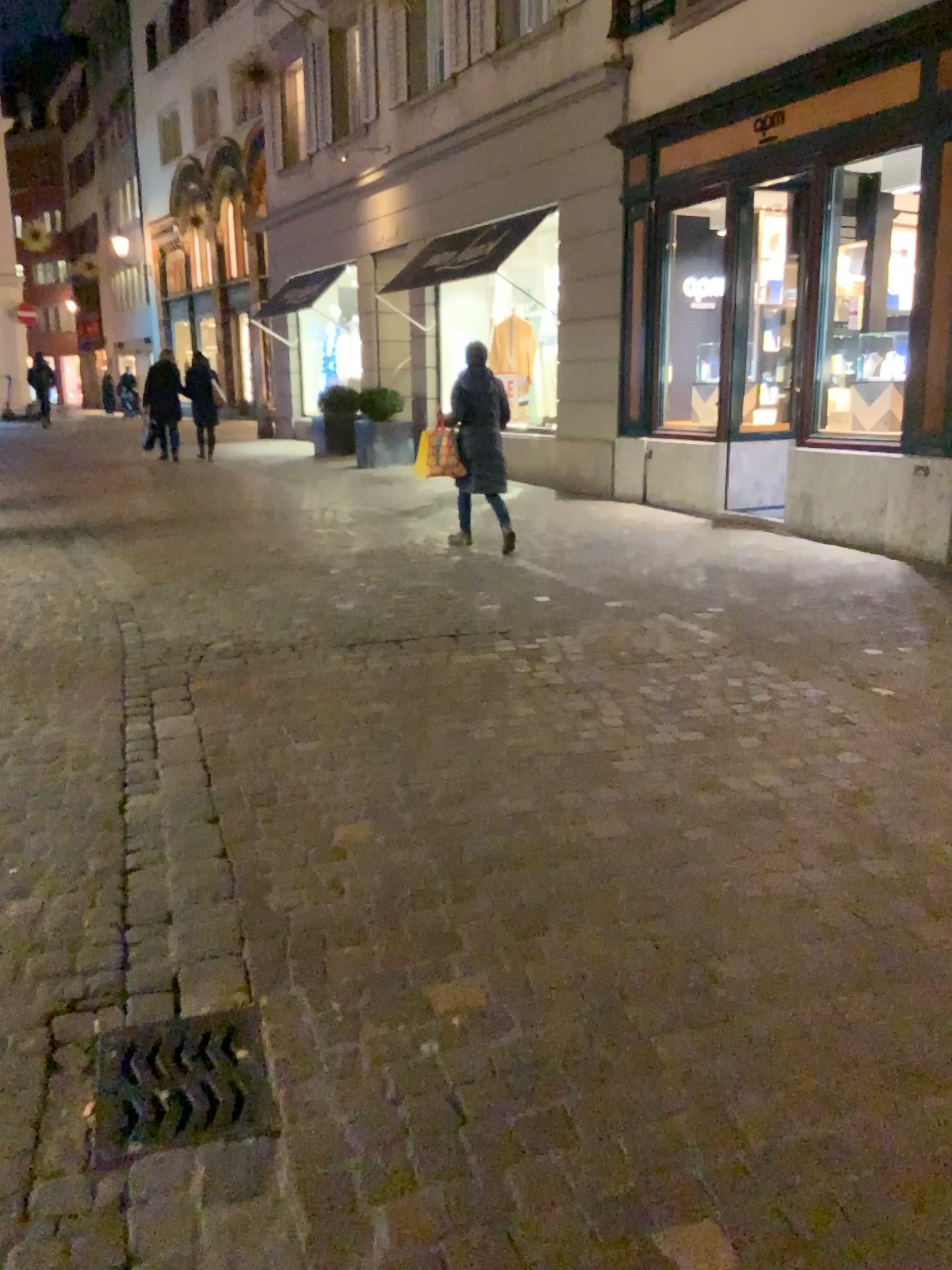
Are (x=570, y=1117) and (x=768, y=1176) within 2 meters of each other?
yes

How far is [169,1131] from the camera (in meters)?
1.89

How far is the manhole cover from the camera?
1.9m
